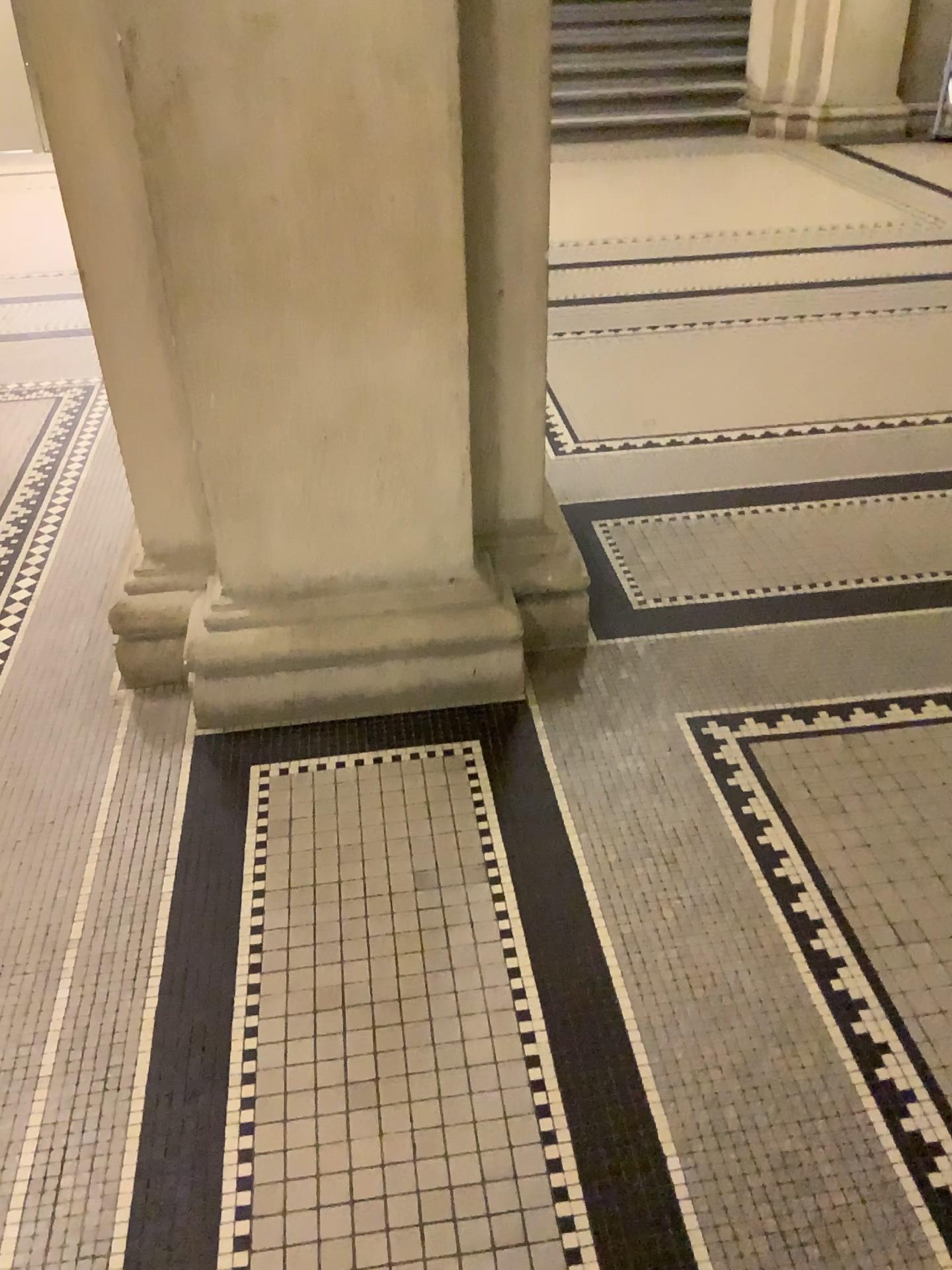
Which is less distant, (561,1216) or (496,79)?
(561,1216)

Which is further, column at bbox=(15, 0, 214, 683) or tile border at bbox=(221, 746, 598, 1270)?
column at bbox=(15, 0, 214, 683)

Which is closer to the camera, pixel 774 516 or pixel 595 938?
pixel 595 938

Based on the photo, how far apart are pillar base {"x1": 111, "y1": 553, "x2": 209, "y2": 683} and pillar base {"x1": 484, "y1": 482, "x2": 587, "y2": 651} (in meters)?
0.66

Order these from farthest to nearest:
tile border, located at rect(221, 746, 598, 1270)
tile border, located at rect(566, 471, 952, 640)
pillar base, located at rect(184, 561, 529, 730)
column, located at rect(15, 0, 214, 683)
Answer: tile border, located at rect(566, 471, 952, 640) → pillar base, located at rect(184, 561, 529, 730) → column, located at rect(15, 0, 214, 683) → tile border, located at rect(221, 746, 598, 1270)

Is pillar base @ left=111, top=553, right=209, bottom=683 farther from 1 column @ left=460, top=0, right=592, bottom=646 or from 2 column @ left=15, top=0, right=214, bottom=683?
1 column @ left=460, top=0, right=592, bottom=646

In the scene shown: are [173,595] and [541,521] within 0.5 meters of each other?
no

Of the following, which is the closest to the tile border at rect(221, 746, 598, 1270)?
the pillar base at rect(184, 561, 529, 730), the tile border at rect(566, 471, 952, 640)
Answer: the pillar base at rect(184, 561, 529, 730)

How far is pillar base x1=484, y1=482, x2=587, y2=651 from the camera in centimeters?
240cm

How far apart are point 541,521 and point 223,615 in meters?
0.7 m
